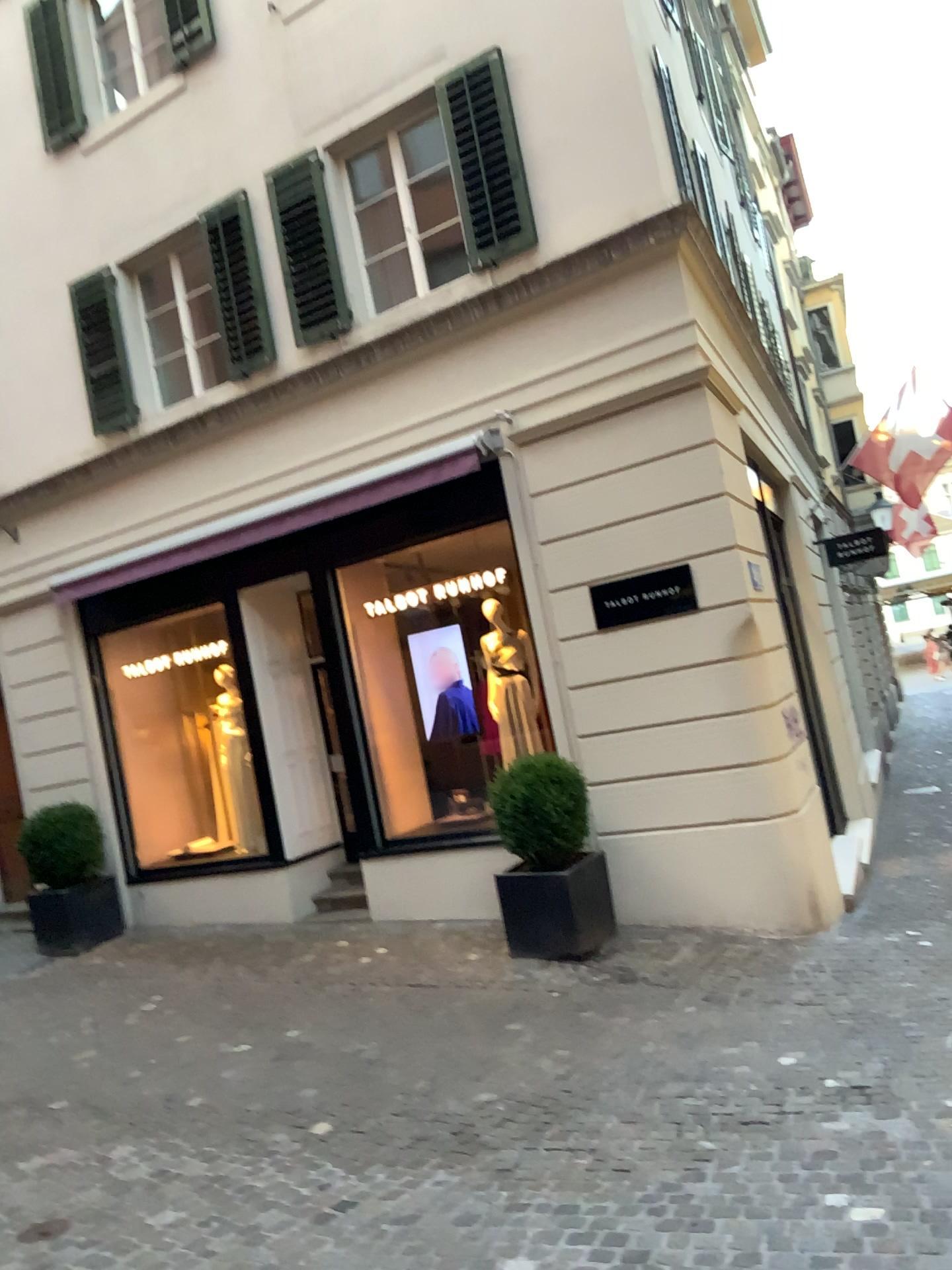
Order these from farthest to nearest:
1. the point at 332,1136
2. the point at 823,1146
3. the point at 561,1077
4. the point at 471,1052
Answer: the point at 471,1052 < the point at 561,1077 < the point at 332,1136 < the point at 823,1146
